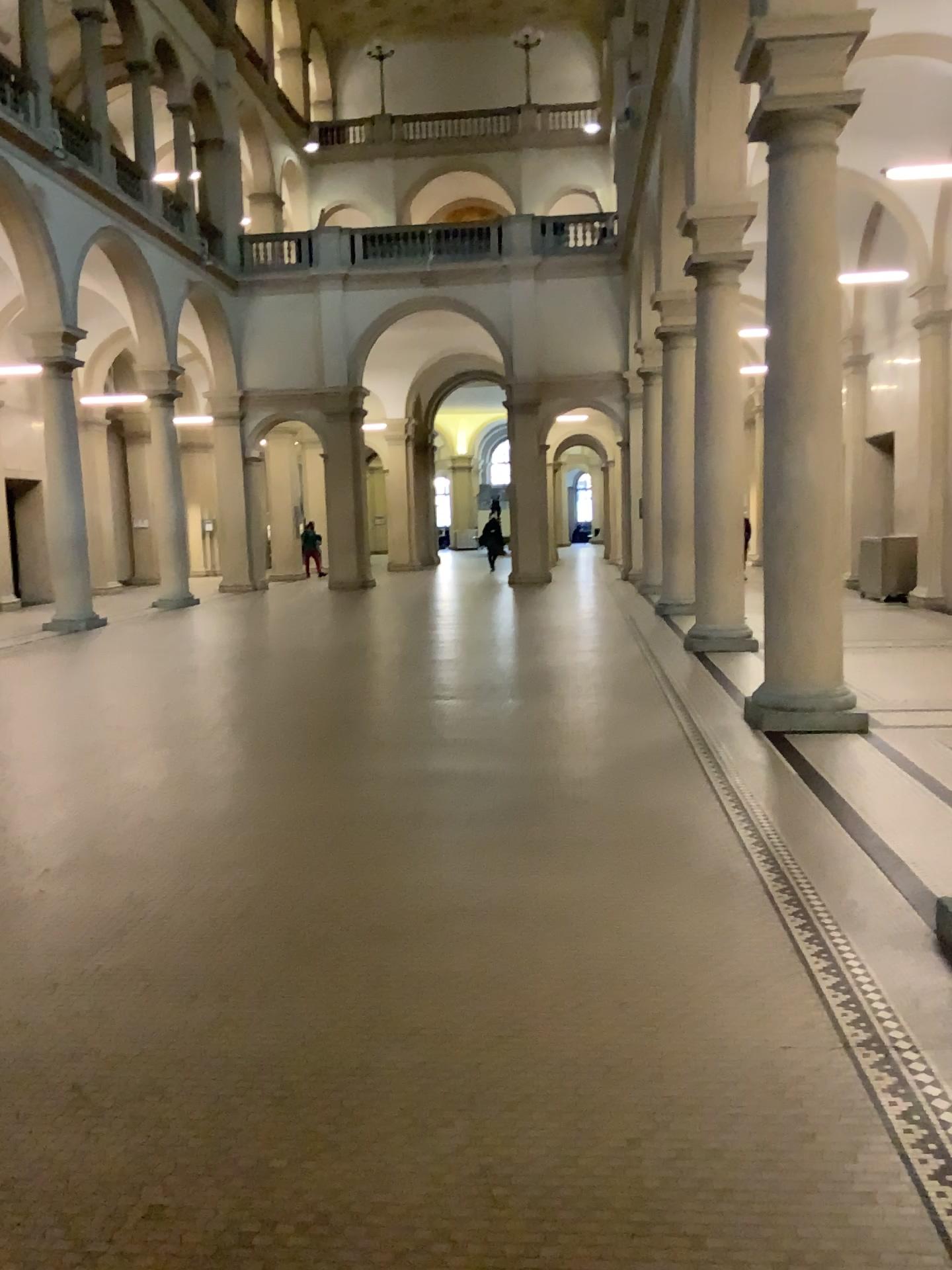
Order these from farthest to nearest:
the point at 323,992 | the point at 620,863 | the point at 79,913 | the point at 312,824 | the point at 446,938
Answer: the point at 312,824, the point at 620,863, the point at 79,913, the point at 446,938, the point at 323,992
